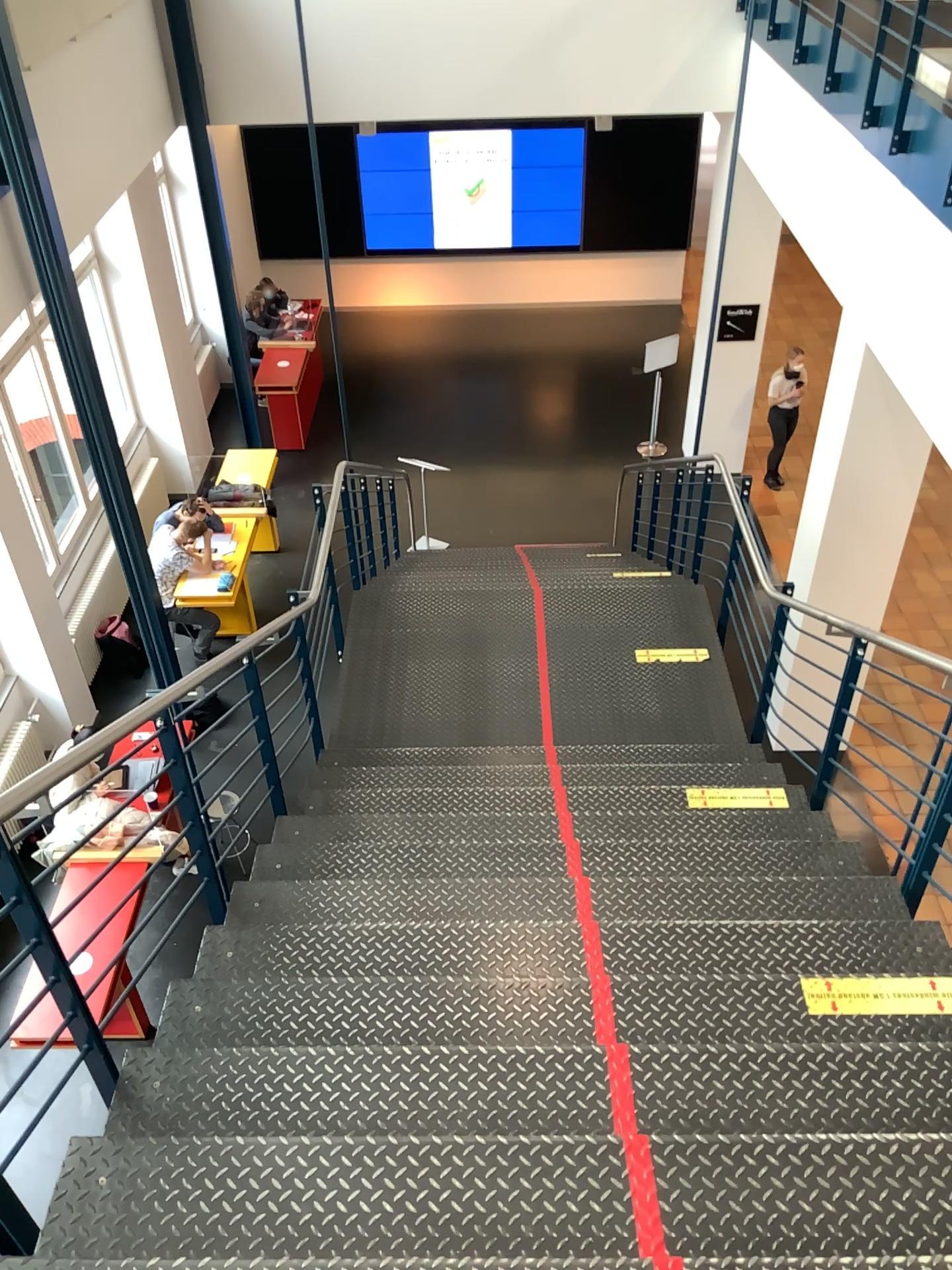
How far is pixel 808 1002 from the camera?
2.6m

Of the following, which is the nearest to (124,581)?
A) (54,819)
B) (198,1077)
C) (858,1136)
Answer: (54,819)

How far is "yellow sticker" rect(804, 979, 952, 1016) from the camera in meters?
2.6
